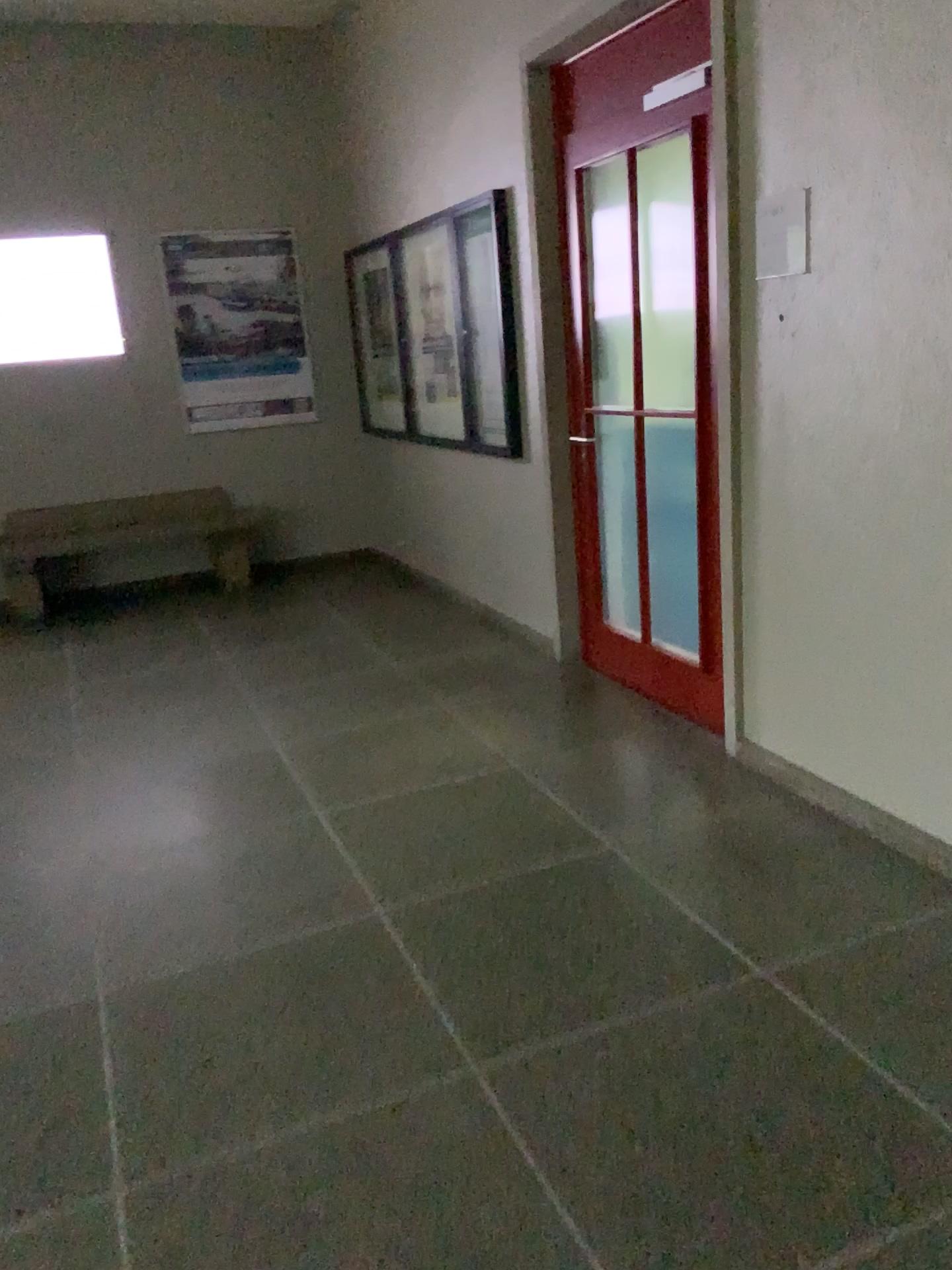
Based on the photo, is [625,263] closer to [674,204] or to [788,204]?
[674,204]

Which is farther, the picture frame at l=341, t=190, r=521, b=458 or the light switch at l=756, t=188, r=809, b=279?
the picture frame at l=341, t=190, r=521, b=458

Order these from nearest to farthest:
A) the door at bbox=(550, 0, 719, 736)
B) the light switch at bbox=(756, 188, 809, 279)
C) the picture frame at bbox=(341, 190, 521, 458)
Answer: the light switch at bbox=(756, 188, 809, 279)
the door at bbox=(550, 0, 719, 736)
the picture frame at bbox=(341, 190, 521, 458)

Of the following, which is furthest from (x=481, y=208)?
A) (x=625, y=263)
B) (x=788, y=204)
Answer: (x=788, y=204)

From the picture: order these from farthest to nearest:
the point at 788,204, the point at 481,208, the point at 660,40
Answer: the point at 481,208 → the point at 660,40 → the point at 788,204

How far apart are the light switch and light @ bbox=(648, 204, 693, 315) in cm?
46

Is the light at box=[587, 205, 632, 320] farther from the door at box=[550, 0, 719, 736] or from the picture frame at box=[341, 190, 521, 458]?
the picture frame at box=[341, 190, 521, 458]

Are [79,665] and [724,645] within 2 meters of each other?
no

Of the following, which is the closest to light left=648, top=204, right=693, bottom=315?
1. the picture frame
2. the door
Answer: the door

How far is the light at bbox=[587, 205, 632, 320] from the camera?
3.7 meters
